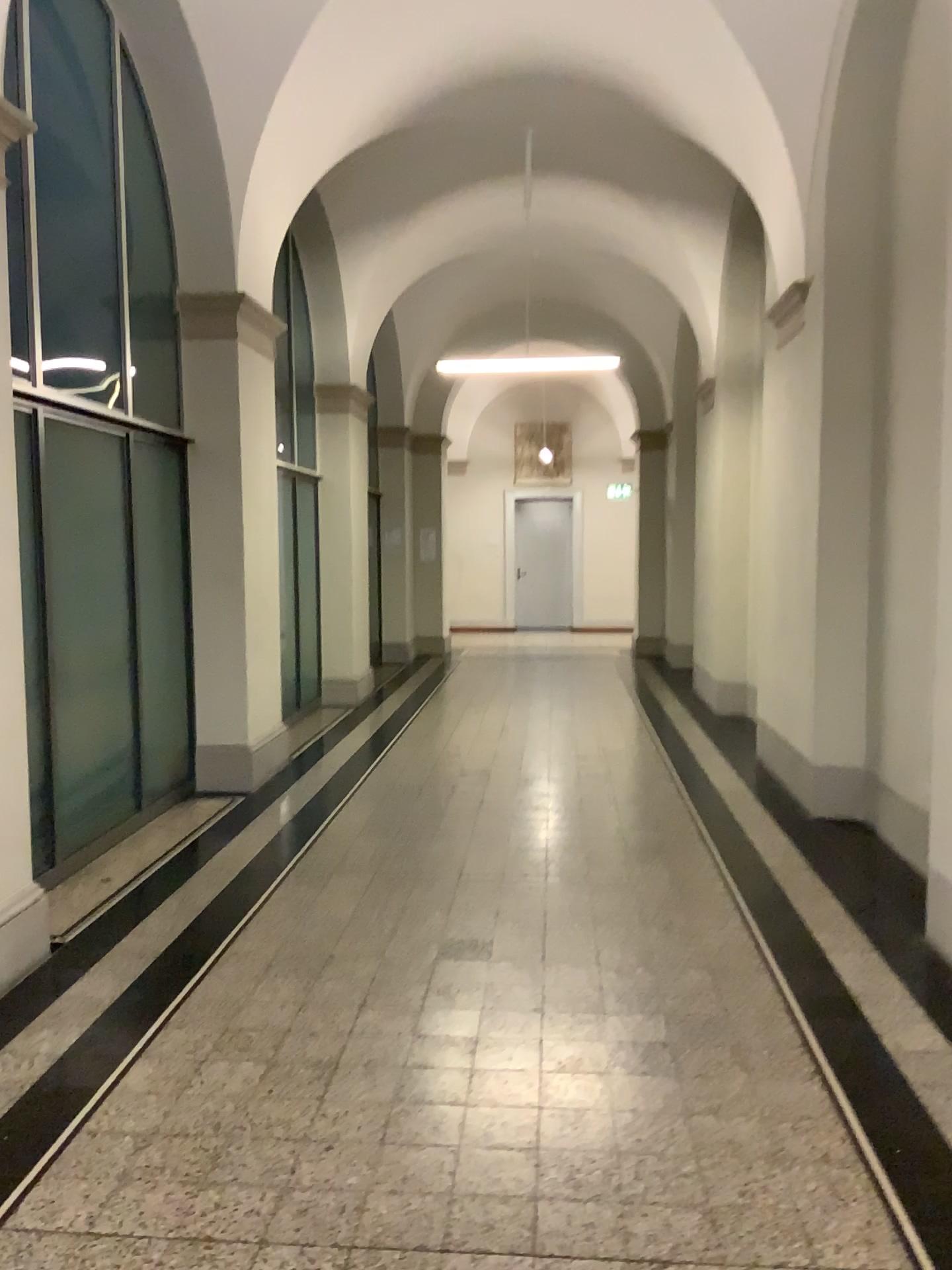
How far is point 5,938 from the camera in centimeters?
365cm

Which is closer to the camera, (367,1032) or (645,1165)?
(645,1165)

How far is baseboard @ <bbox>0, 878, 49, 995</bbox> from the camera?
3.6 meters
